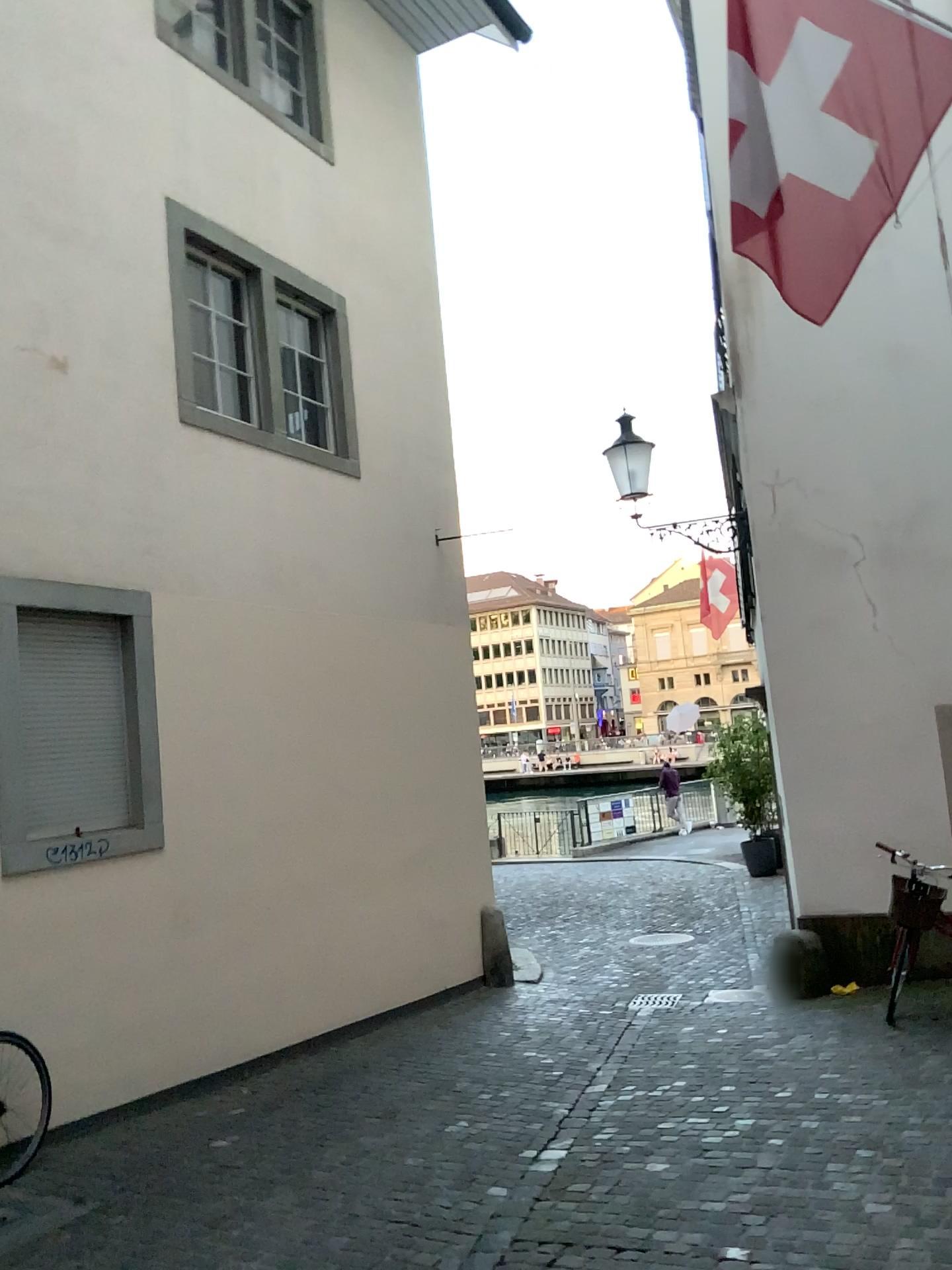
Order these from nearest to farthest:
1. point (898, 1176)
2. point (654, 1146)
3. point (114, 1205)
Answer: point (898, 1176) → point (114, 1205) → point (654, 1146)
